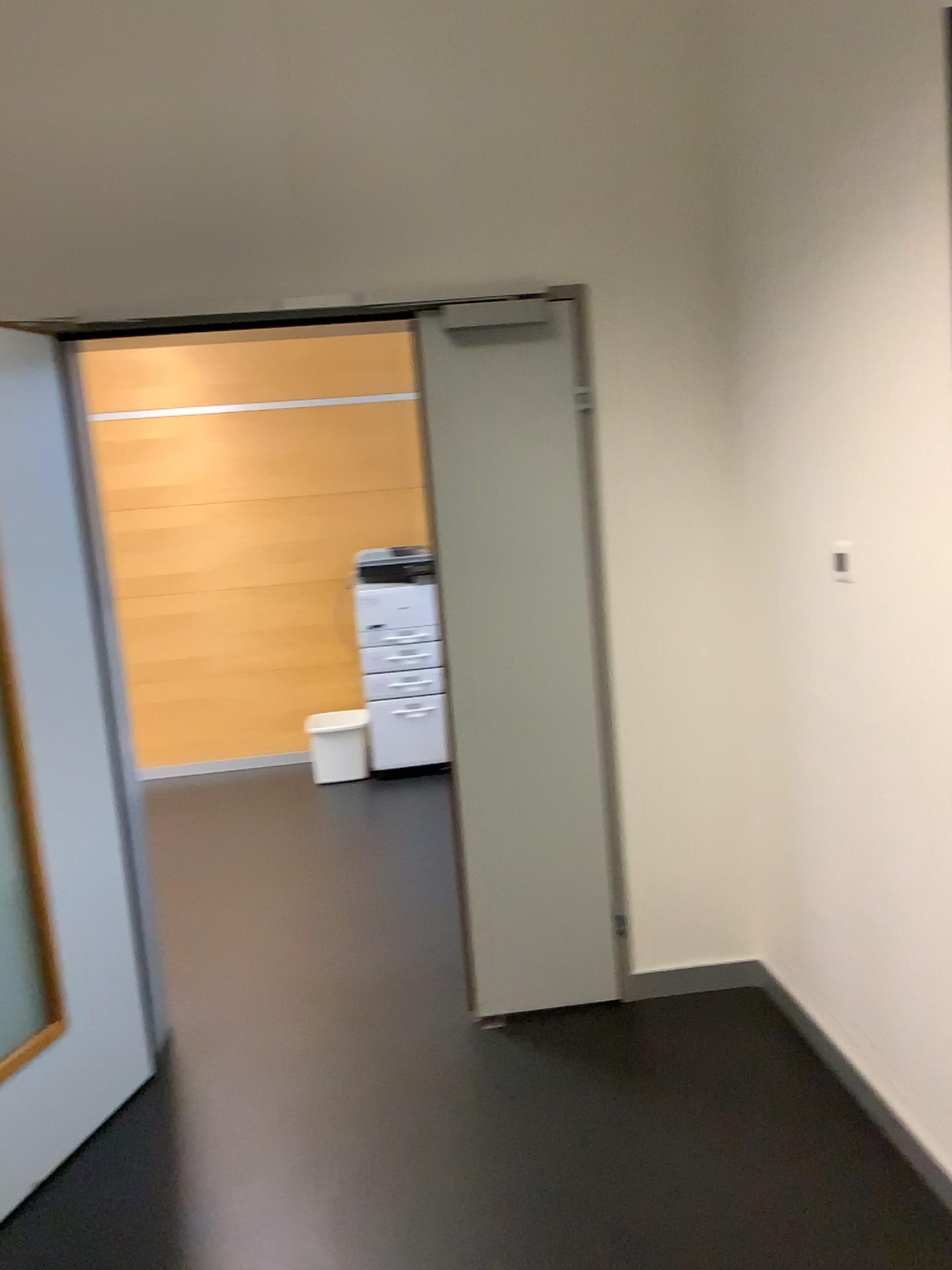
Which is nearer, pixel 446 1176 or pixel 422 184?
pixel 446 1176

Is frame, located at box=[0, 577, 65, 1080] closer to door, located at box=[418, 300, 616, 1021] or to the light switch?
door, located at box=[418, 300, 616, 1021]

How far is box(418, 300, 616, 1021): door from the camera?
2.85m

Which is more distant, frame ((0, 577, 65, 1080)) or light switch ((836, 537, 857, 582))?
frame ((0, 577, 65, 1080))

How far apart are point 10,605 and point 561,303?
1.60m

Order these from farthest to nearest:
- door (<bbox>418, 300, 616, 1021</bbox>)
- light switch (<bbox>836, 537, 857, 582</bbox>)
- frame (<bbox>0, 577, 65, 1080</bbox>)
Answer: door (<bbox>418, 300, 616, 1021</bbox>) < frame (<bbox>0, 577, 65, 1080</bbox>) < light switch (<bbox>836, 537, 857, 582</bbox>)

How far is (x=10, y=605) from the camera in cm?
247

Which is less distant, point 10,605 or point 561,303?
point 10,605

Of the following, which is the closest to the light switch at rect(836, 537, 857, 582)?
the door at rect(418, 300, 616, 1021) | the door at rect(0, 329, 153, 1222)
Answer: the door at rect(418, 300, 616, 1021)

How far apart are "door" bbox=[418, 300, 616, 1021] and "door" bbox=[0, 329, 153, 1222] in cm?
92
